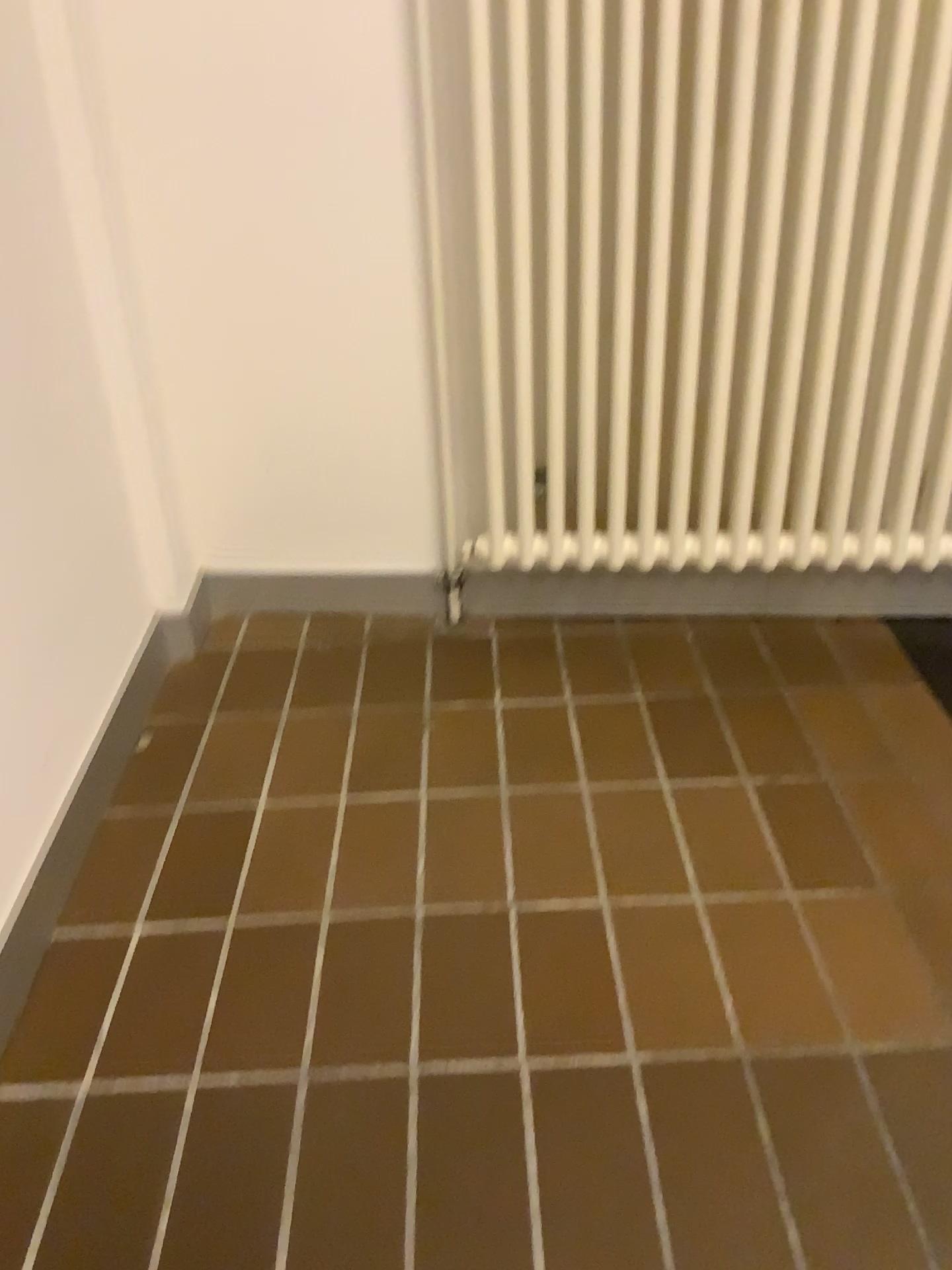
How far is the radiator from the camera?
1.3m

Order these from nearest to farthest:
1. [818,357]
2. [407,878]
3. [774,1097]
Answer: [774,1097]
[407,878]
[818,357]

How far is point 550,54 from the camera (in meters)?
1.34
